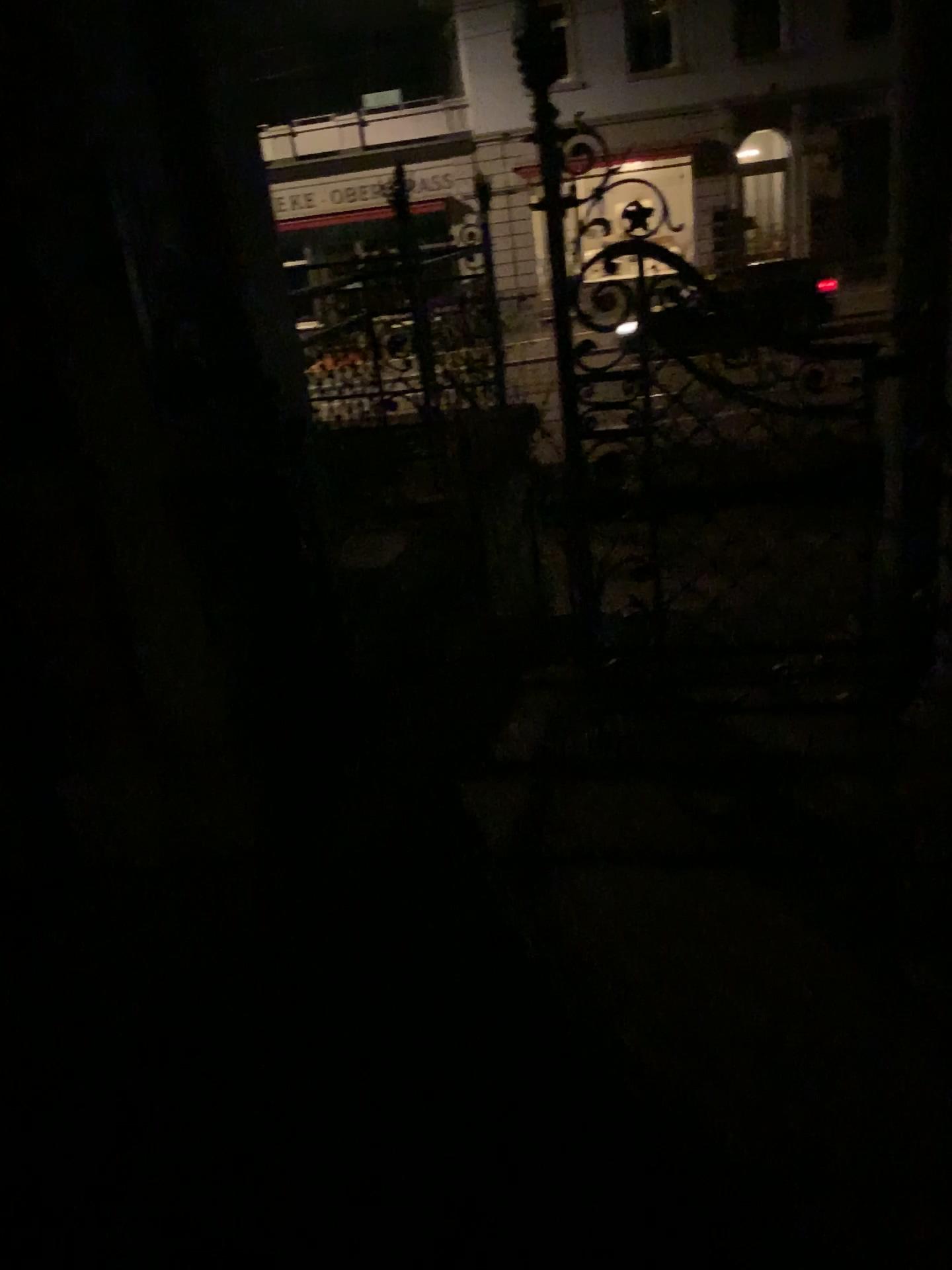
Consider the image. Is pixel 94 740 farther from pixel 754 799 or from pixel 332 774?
pixel 754 799
